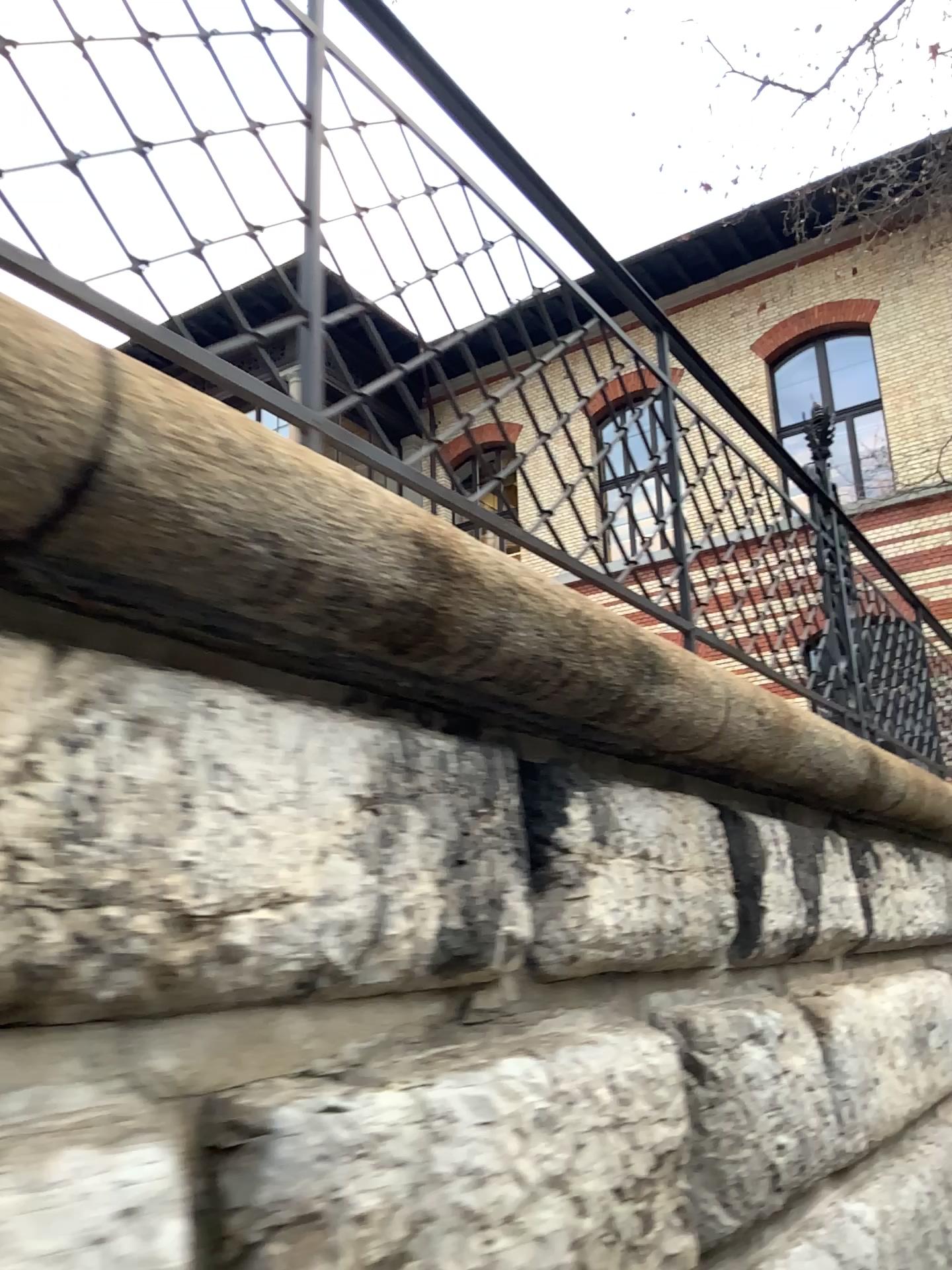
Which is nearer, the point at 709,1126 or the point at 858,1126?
the point at 709,1126

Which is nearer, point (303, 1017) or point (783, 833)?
point (303, 1017)

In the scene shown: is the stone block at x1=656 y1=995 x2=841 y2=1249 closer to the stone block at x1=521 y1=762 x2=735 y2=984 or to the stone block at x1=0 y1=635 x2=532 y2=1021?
the stone block at x1=521 y1=762 x2=735 y2=984

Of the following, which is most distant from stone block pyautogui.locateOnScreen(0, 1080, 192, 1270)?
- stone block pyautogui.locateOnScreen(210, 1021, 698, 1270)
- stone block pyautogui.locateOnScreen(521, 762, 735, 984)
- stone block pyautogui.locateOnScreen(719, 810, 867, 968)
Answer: stone block pyautogui.locateOnScreen(719, 810, 867, 968)

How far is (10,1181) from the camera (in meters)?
0.77

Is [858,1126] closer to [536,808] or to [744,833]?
[744,833]

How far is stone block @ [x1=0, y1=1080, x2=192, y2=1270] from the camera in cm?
77

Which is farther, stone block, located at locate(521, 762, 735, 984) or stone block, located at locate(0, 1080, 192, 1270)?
stone block, located at locate(521, 762, 735, 984)

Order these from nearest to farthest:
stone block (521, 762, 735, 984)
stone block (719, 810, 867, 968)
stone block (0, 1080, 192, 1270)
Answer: stone block (0, 1080, 192, 1270) < stone block (521, 762, 735, 984) < stone block (719, 810, 867, 968)

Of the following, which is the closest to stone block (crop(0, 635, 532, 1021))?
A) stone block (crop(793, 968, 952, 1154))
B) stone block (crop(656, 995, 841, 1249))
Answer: stone block (crop(656, 995, 841, 1249))
